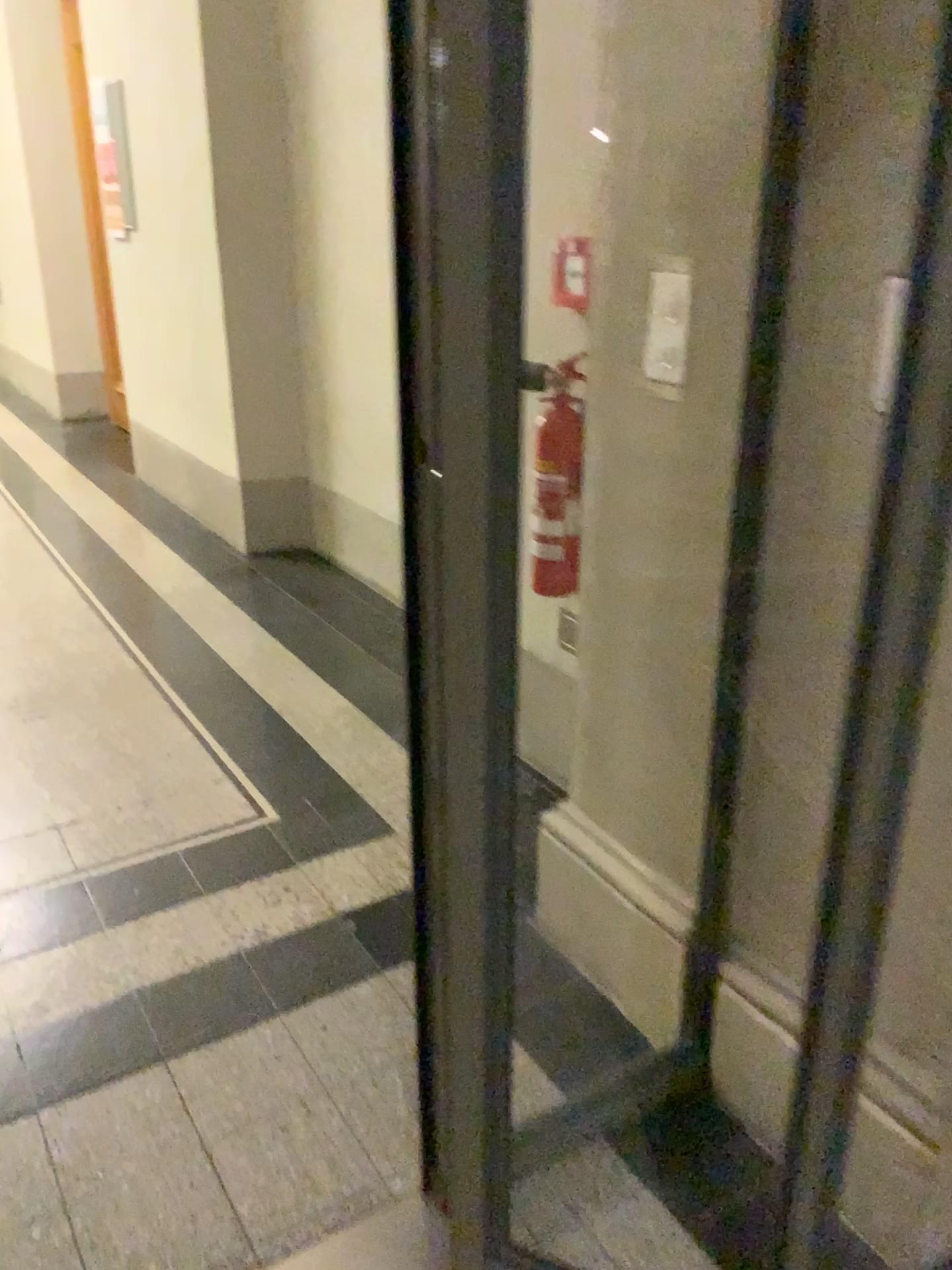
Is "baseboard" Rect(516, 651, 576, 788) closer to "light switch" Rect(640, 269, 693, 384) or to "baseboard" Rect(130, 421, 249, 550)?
"light switch" Rect(640, 269, 693, 384)

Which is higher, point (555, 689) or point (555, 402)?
point (555, 402)

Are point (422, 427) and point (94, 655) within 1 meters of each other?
no

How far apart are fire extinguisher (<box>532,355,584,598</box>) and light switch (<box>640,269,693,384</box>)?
0.6 meters

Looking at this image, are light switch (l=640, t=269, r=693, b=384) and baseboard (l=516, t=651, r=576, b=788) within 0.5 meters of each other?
no

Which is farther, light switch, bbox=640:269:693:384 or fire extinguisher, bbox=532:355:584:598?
fire extinguisher, bbox=532:355:584:598

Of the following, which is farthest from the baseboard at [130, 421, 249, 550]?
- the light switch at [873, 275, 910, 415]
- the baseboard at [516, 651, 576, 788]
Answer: the light switch at [873, 275, 910, 415]

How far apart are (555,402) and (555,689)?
0.69m

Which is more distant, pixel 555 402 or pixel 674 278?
pixel 555 402

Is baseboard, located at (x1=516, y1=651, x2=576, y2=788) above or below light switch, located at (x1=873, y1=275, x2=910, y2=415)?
below
